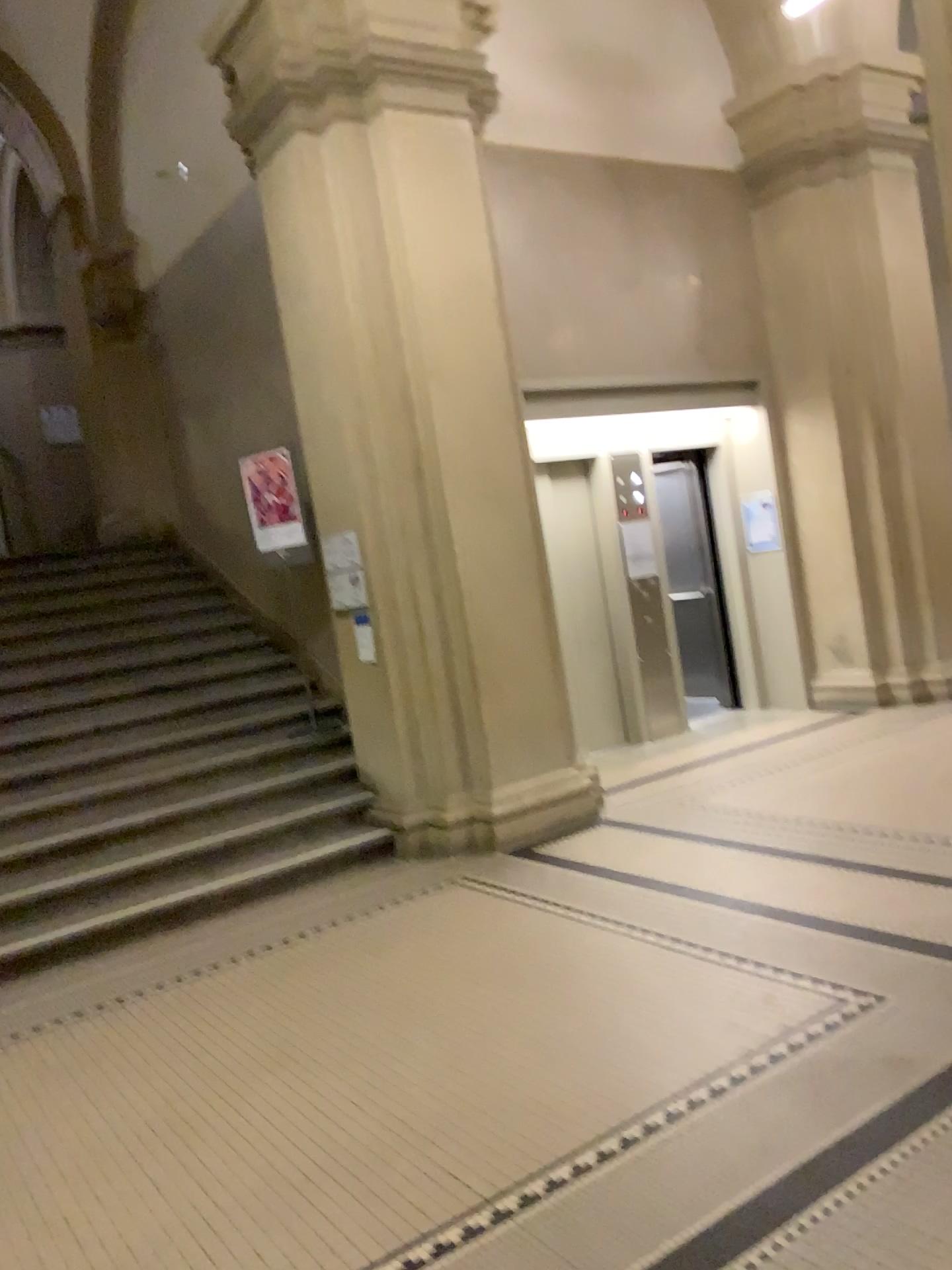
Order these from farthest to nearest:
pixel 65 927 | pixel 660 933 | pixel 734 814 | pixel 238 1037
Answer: pixel 734 814 → pixel 65 927 → pixel 660 933 → pixel 238 1037
